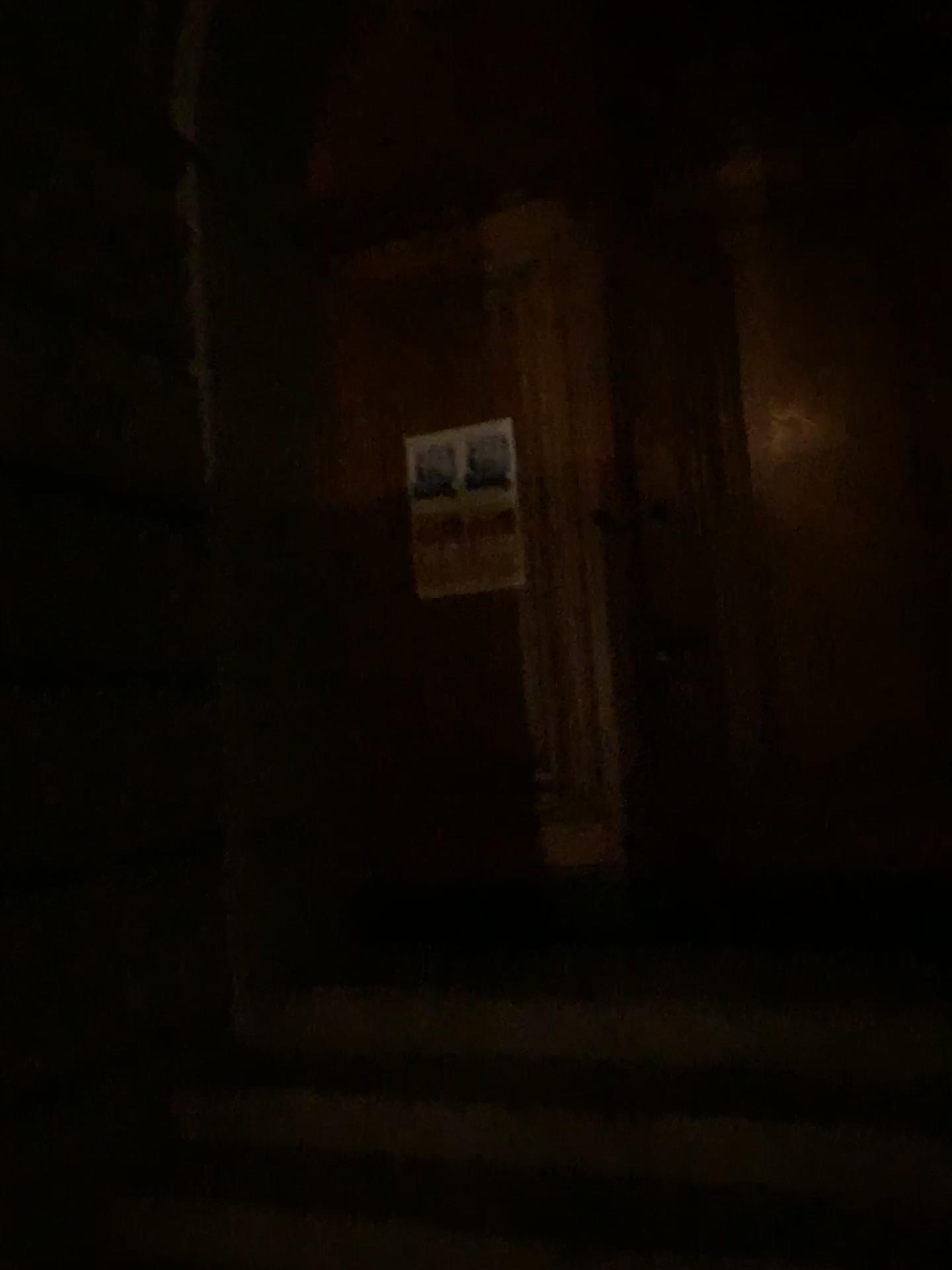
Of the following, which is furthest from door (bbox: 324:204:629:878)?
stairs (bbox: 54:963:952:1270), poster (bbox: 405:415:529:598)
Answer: stairs (bbox: 54:963:952:1270)

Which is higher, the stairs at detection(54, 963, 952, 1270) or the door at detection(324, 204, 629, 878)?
the door at detection(324, 204, 629, 878)

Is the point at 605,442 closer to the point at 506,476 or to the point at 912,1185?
the point at 506,476

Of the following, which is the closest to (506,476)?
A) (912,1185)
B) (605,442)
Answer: (605,442)

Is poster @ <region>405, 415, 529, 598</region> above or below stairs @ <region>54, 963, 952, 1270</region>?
above

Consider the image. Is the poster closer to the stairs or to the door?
the door

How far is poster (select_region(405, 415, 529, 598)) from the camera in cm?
375

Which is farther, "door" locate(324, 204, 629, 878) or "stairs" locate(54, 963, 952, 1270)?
"door" locate(324, 204, 629, 878)

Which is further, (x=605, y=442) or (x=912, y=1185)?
(x=605, y=442)

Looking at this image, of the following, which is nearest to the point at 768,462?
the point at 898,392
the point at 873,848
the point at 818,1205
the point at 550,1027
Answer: the point at 898,392
